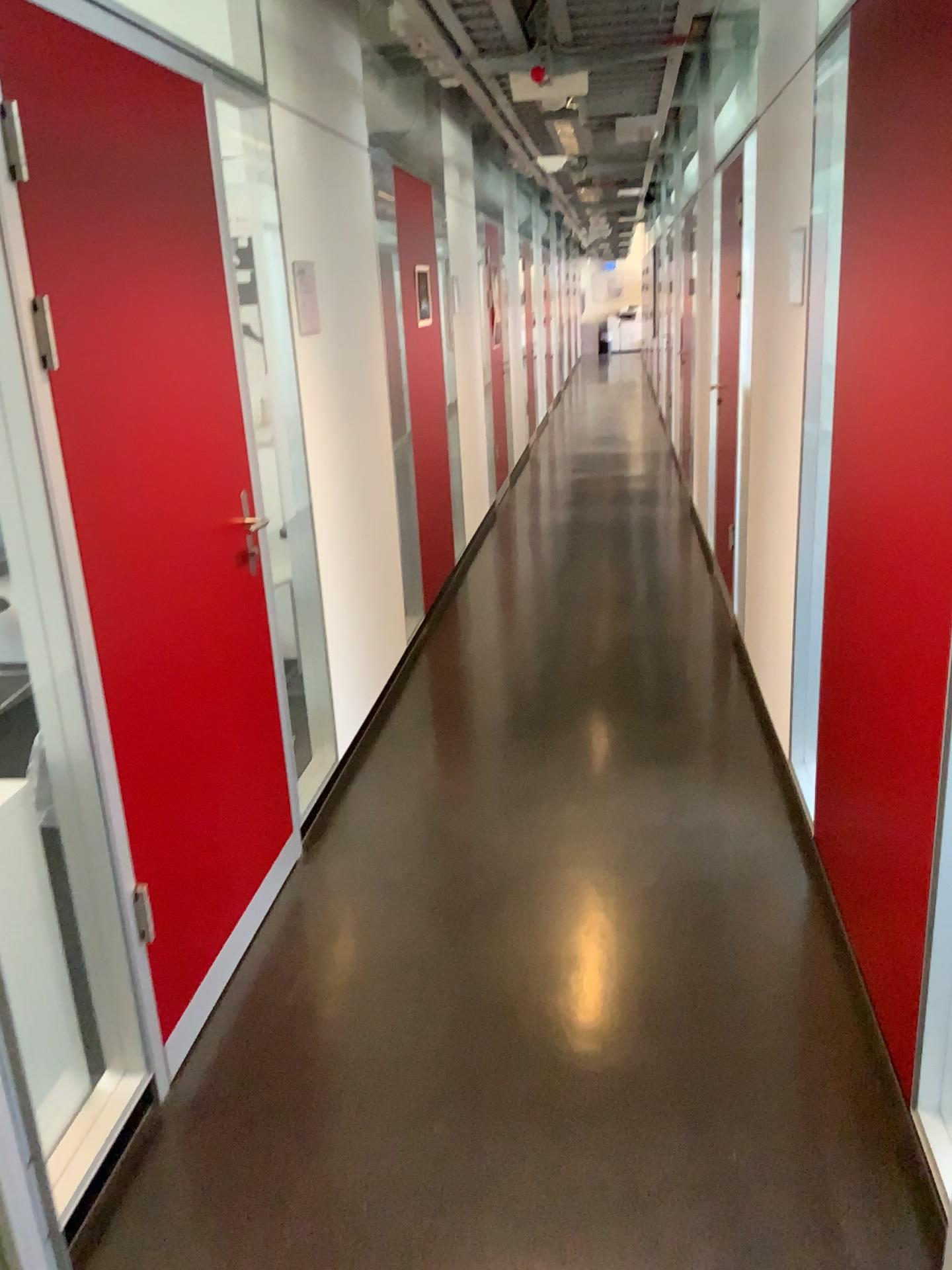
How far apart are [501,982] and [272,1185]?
0.74m

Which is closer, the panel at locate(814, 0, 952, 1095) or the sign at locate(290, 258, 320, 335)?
the panel at locate(814, 0, 952, 1095)

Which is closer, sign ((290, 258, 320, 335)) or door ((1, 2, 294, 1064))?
door ((1, 2, 294, 1064))

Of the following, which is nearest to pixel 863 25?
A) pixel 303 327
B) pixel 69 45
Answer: pixel 69 45

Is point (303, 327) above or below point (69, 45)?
below

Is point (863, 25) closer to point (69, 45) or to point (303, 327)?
point (69, 45)

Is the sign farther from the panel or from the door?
the panel

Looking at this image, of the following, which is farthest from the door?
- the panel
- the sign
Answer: the panel
